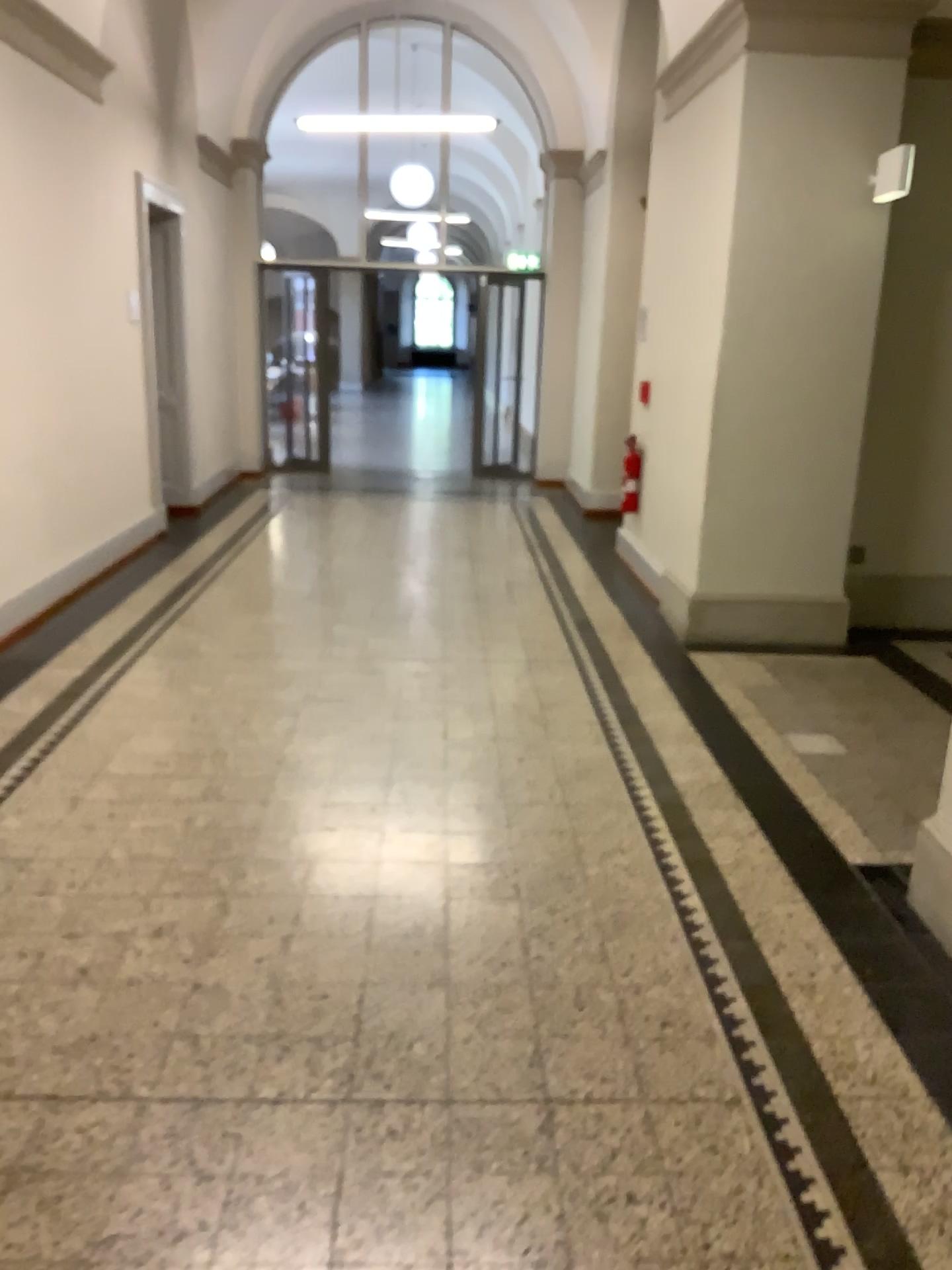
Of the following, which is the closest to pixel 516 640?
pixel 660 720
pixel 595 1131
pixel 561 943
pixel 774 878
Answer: pixel 660 720
